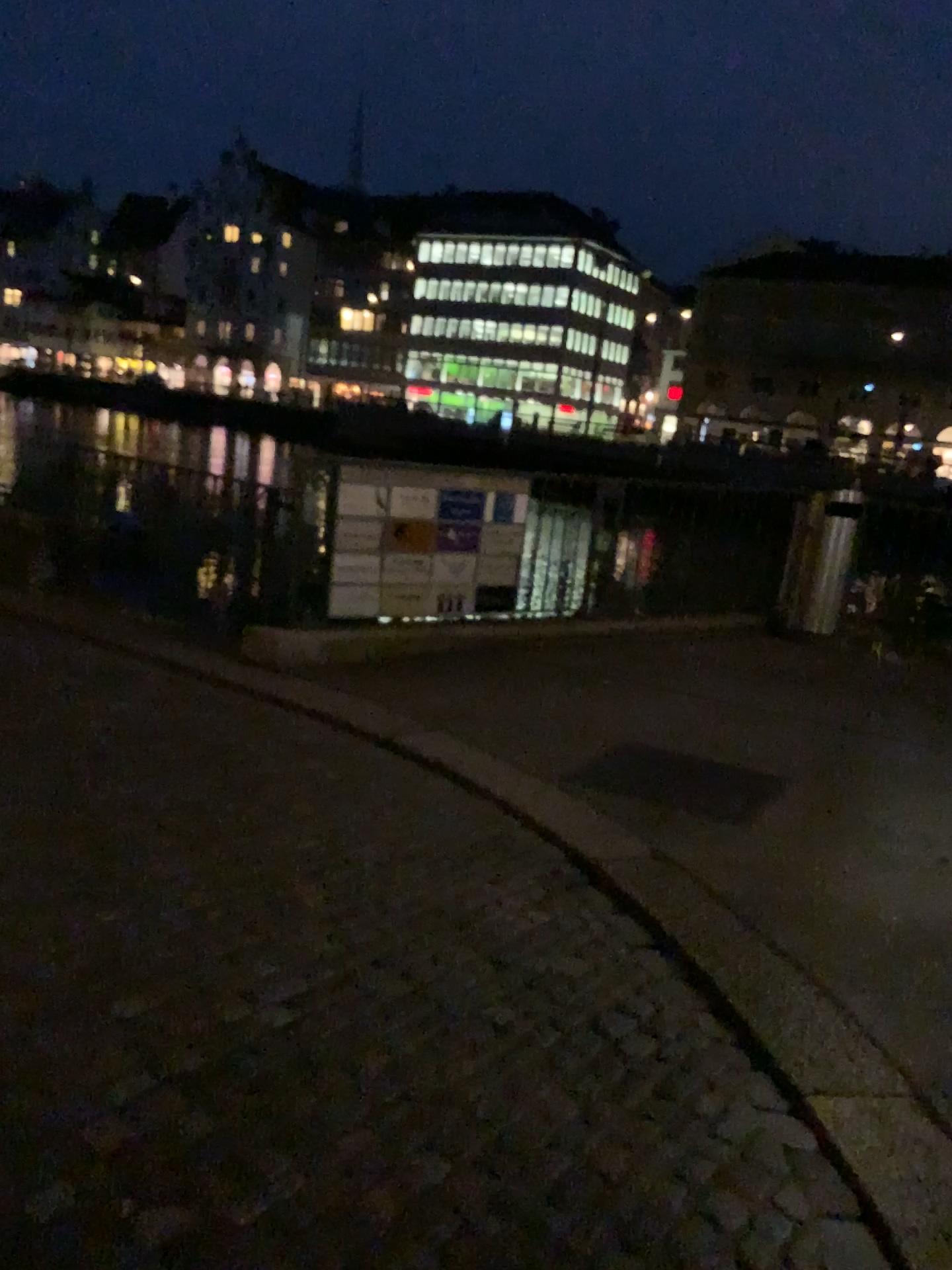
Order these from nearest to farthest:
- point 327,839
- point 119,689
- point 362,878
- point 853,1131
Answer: point 853,1131 → point 362,878 → point 327,839 → point 119,689
